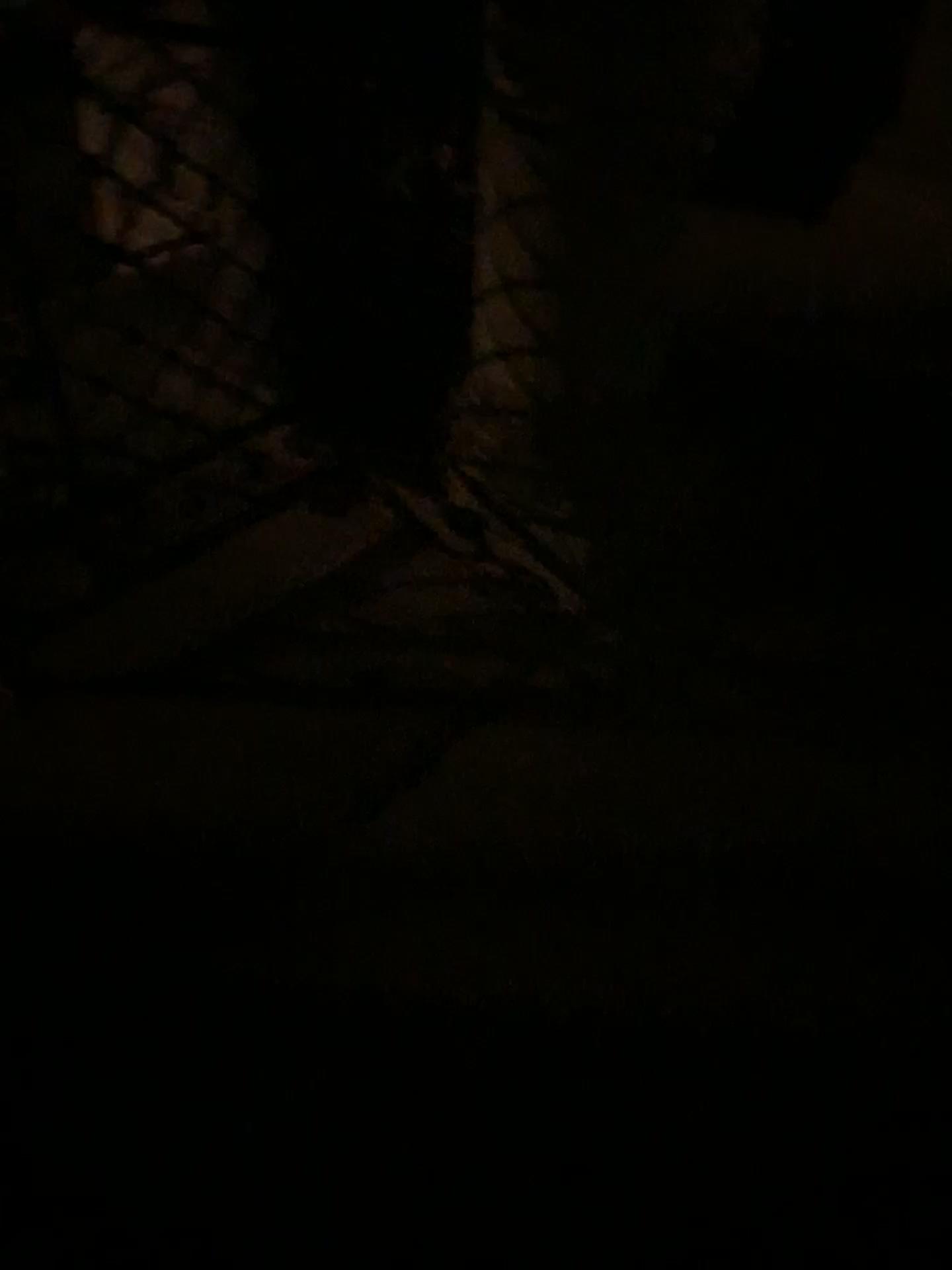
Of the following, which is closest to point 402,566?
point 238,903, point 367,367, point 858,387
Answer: point 367,367
